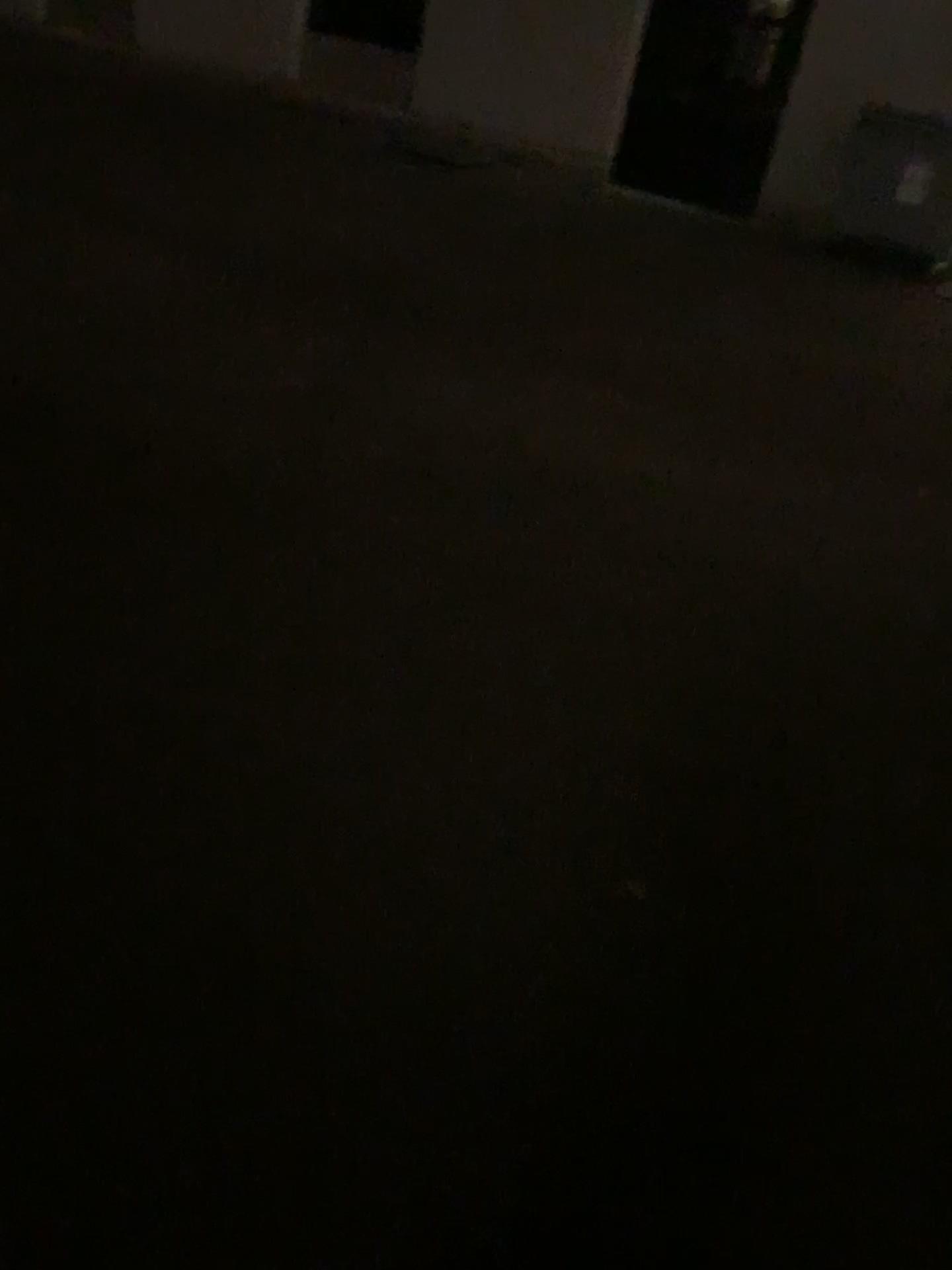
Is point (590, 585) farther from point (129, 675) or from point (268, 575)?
point (129, 675)
